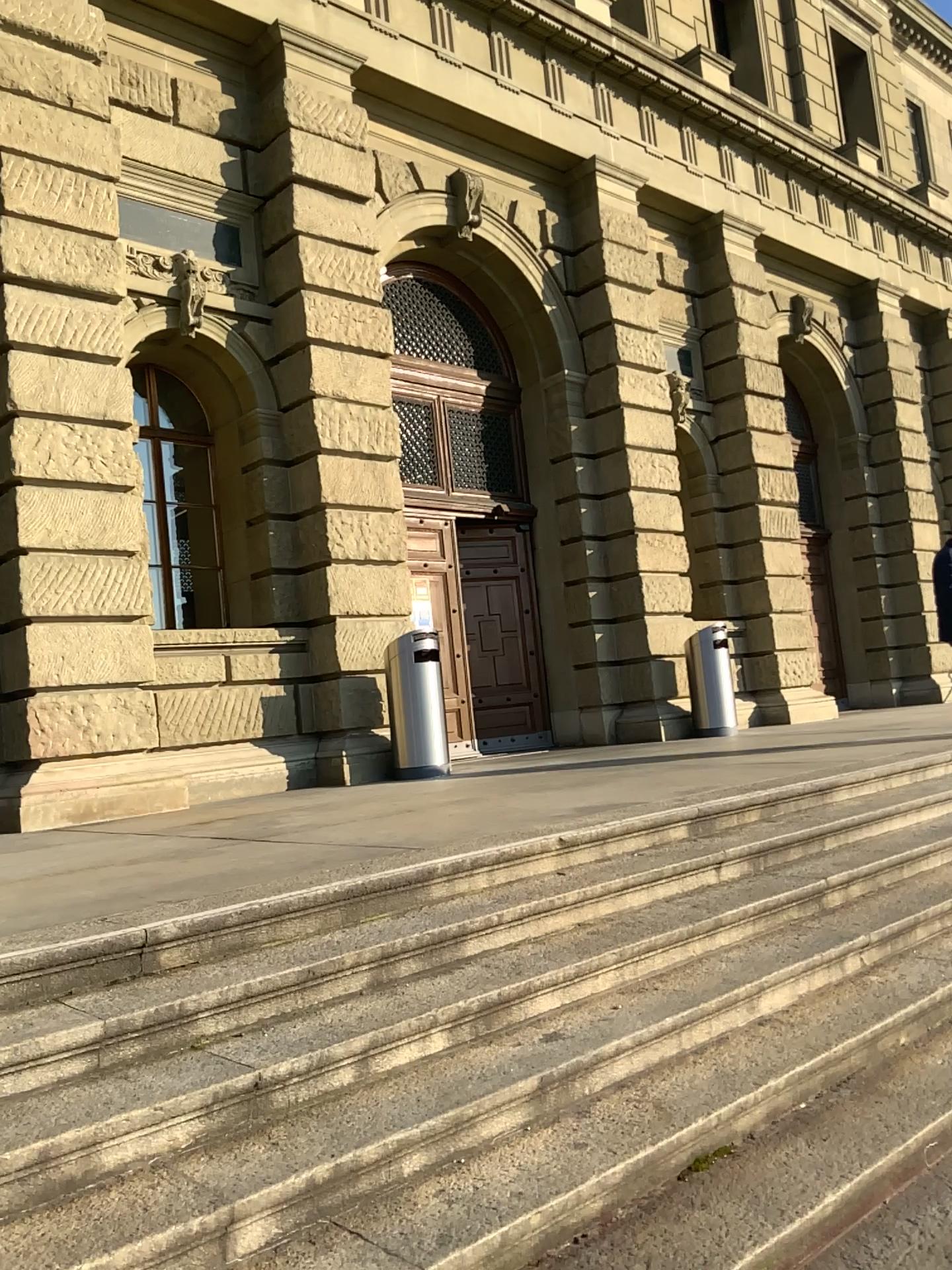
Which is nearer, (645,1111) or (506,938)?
(645,1111)
